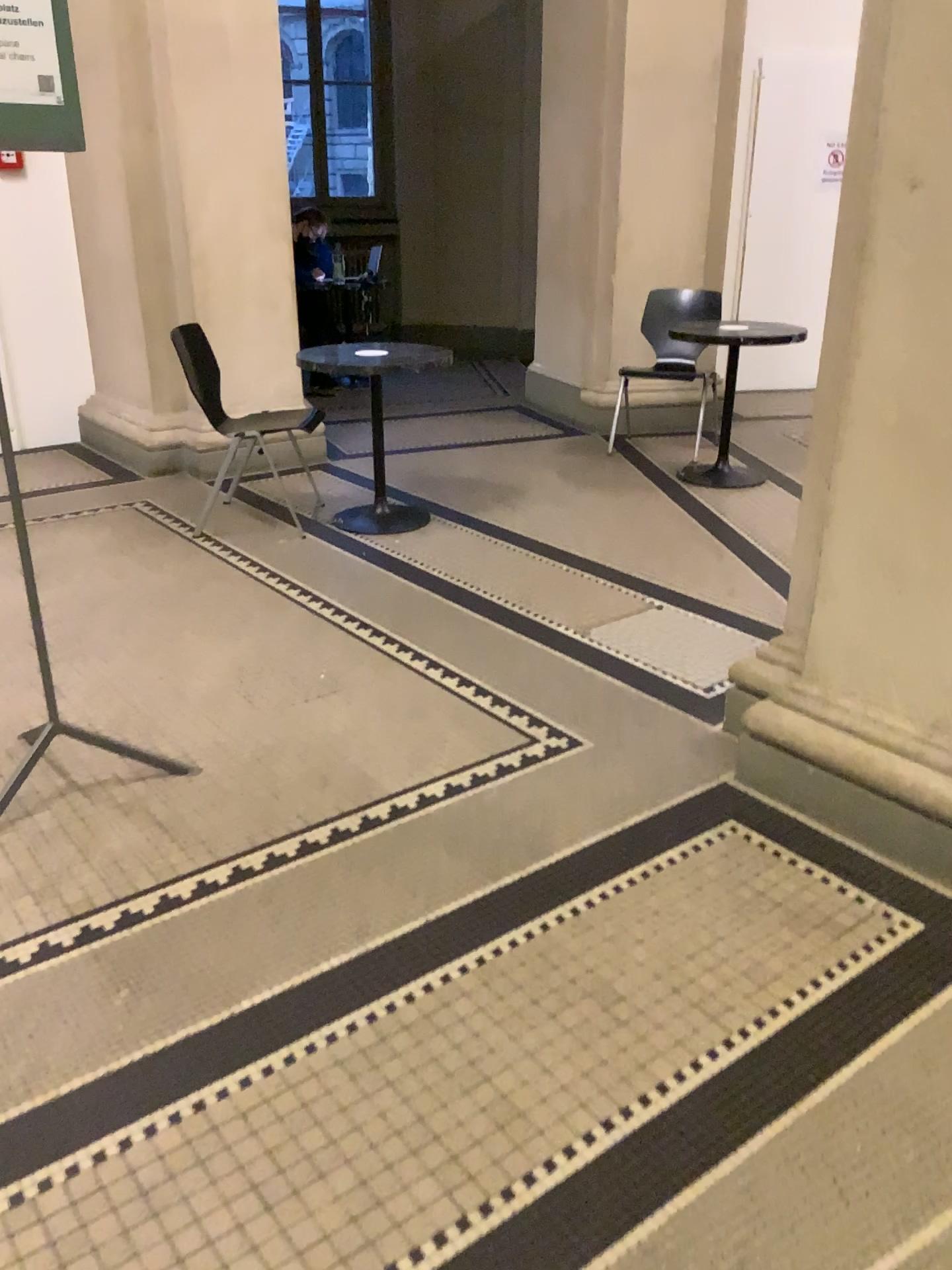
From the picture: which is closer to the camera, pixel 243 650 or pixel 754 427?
pixel 243 650
